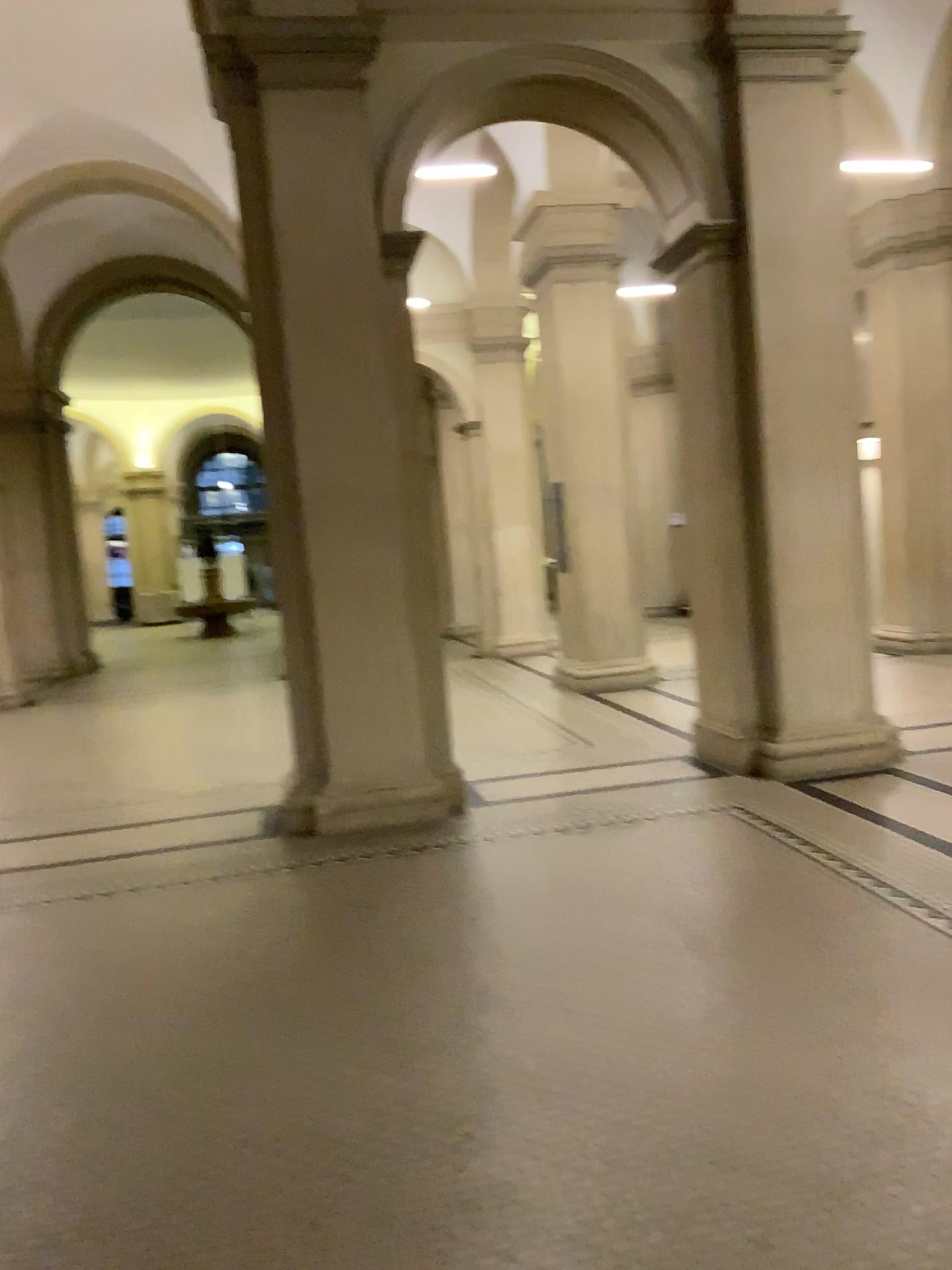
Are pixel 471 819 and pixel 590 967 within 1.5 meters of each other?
no
